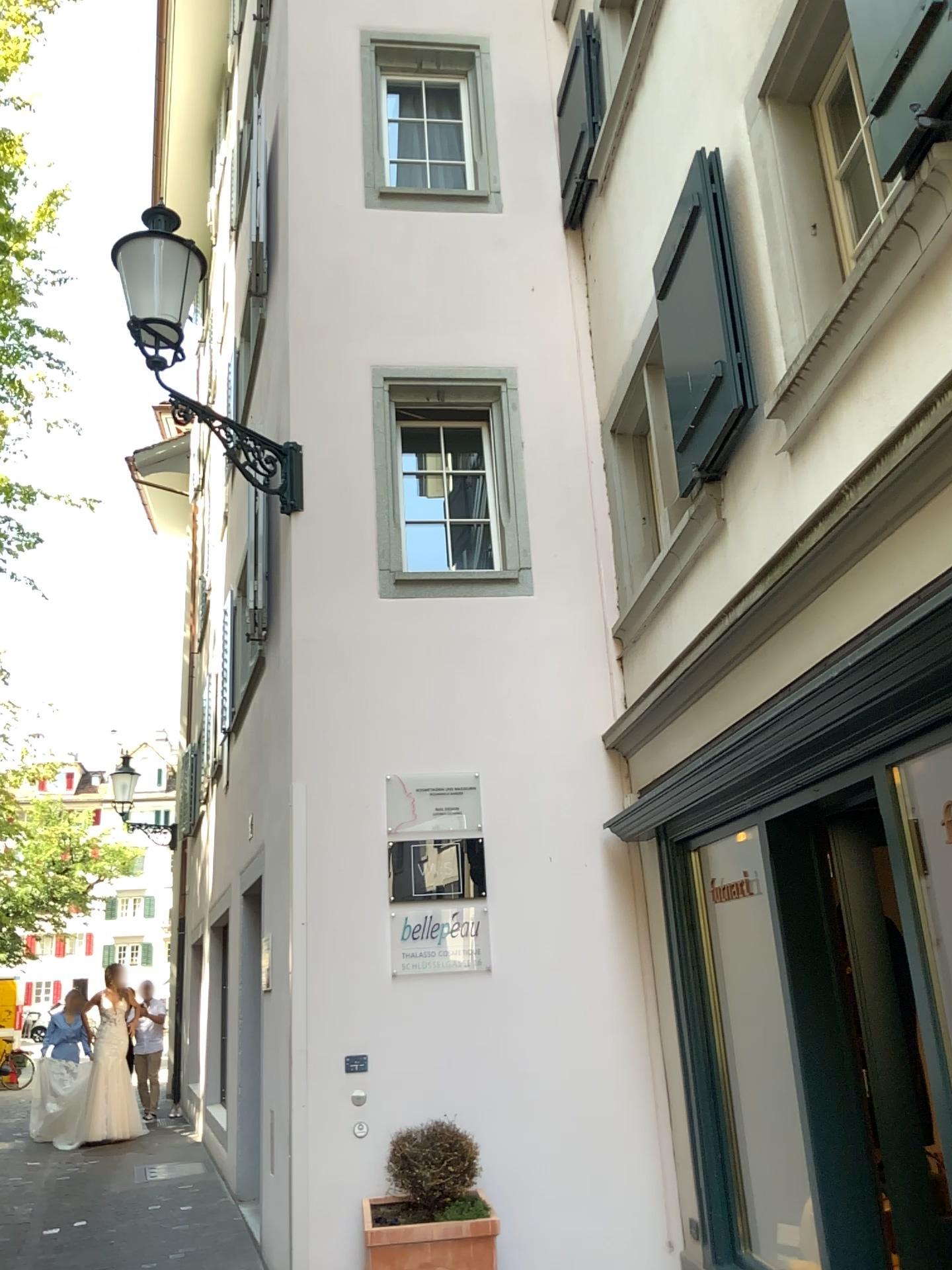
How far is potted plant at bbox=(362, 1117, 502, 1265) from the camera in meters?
4.3

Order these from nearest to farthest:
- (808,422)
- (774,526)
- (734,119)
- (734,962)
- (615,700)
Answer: (808,422), (774,526), (734,119), (734,962), (615,700)

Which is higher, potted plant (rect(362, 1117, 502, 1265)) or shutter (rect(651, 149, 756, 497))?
shutter (rect(651, 149, 756, 497))

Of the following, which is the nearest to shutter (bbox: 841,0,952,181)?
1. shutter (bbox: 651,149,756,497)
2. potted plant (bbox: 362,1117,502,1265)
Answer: shutter (bbox: 651,149,756,497)

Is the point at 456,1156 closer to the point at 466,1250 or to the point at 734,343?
the point at 466,1250

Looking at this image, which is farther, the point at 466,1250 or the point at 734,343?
the point at 466,1250

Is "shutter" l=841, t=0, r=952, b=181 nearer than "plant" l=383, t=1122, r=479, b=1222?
Yes

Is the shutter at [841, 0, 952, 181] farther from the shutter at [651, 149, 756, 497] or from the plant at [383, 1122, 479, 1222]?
the plant at [383, 1122, 479, 1222]

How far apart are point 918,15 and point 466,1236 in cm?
443

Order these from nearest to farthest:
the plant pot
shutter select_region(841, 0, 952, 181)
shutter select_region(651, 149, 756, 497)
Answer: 1. shutter select_region(841, 0, 952, 181)
2. shutter select_region(651, 149, 756, 497)
3. the plant pot
